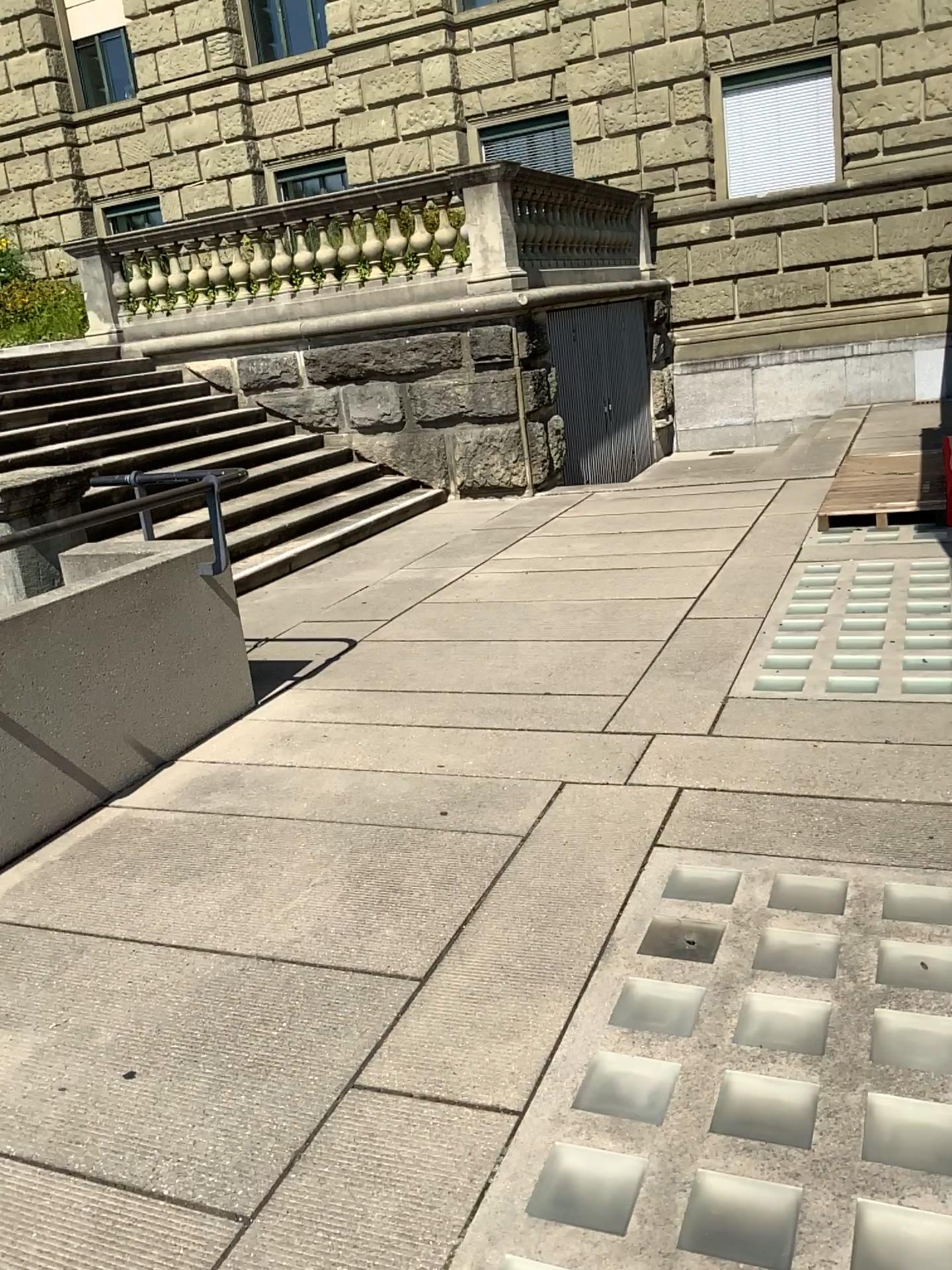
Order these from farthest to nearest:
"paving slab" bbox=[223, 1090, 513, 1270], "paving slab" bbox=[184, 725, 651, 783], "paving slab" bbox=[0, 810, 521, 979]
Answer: "paving slab" bbox=[184, 725, 651, 783]
"paving slab" bbox=[0, 810, 521, 979]
"paving slab" bbox=[223, 1090, 513, 1270]

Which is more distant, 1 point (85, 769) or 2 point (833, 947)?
1 point (85, 769)

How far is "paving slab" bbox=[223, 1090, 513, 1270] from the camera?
1.8m

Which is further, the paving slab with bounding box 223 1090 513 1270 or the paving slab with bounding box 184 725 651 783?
the paving slab with bounding box 184 725 651 783

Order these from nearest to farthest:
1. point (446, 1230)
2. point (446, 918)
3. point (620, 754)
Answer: point (446, 1230) < point (446, 918) < point (620, 754)

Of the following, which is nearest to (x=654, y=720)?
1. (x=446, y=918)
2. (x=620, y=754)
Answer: (x=620, y=754)

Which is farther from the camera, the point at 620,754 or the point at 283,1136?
the point at 620,754

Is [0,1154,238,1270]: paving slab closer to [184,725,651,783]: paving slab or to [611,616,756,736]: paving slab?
[184,725,651,783]: paving slab

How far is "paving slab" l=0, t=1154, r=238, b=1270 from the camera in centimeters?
186cm

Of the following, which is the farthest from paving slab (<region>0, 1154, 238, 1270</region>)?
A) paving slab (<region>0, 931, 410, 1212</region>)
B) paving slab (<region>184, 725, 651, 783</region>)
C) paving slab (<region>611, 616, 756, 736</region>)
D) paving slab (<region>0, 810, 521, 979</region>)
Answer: paving slab (<region>611, 616, 756, 736</region>)
